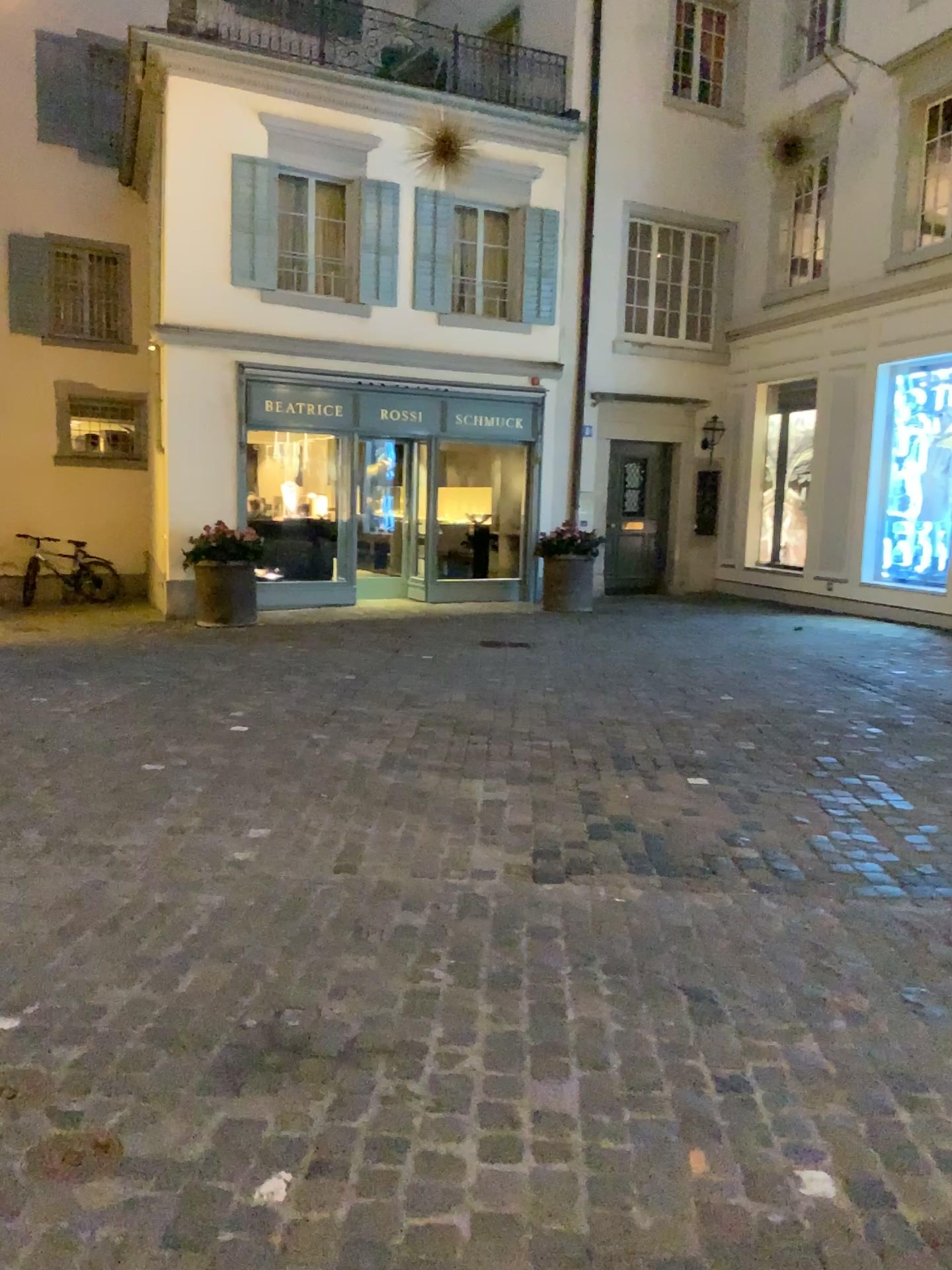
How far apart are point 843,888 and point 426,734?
2.58m
